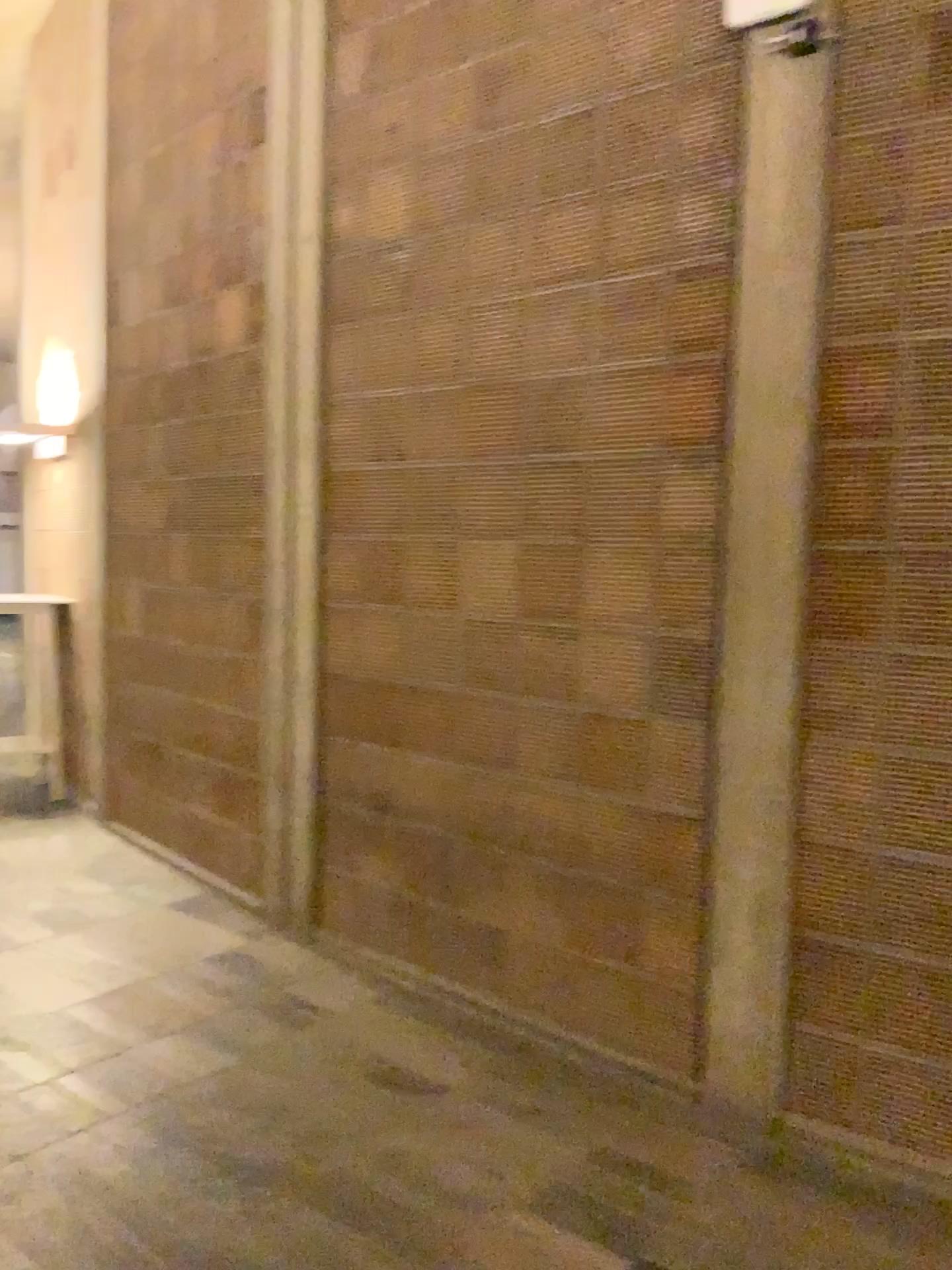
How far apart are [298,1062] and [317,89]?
3.4m
